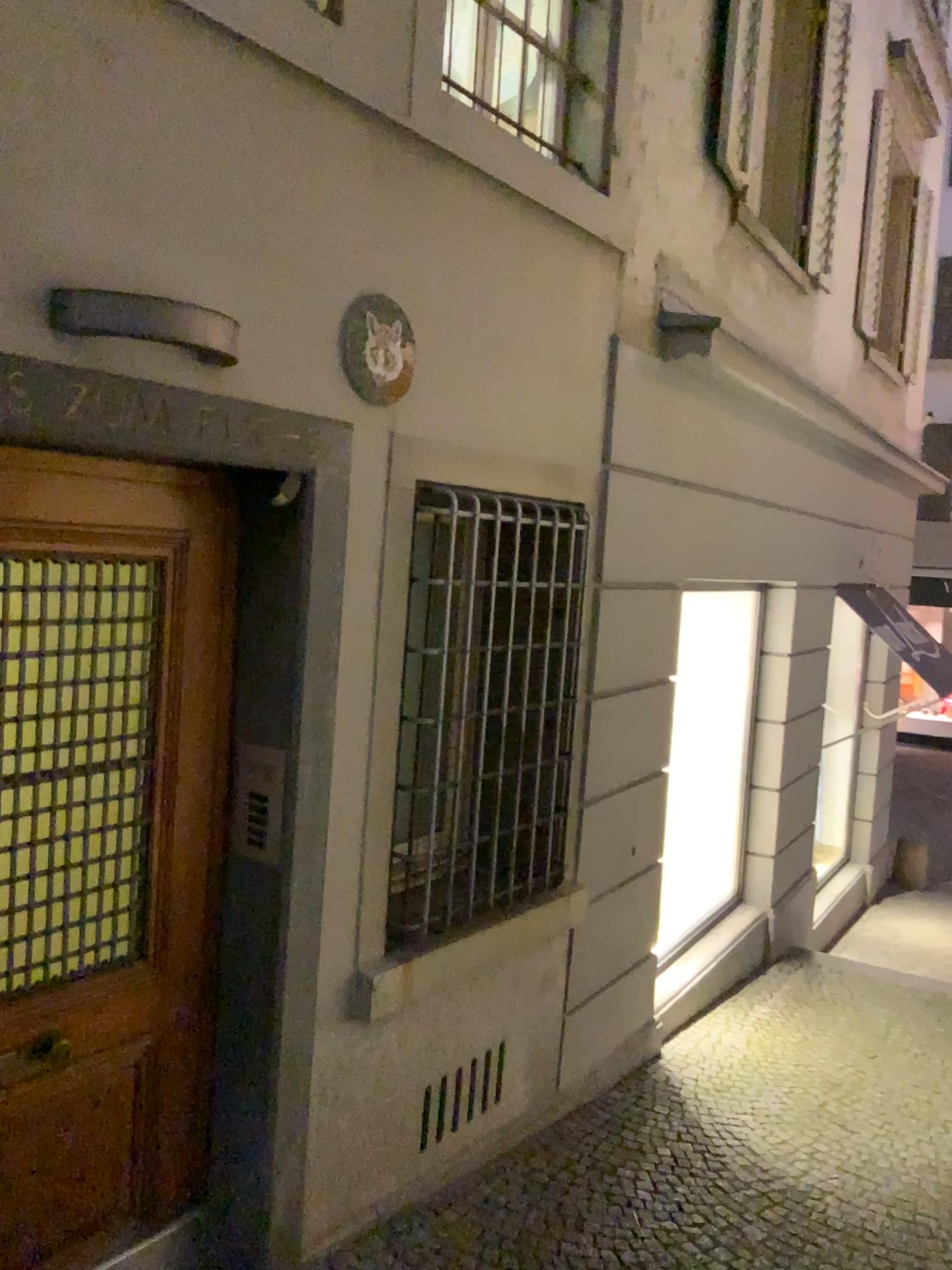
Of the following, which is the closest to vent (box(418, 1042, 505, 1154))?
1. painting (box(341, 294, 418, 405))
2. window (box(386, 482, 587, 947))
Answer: window (box(386, 482, 587, 947))

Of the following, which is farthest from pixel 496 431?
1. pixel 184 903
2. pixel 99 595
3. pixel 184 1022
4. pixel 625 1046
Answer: pixel 625 1046

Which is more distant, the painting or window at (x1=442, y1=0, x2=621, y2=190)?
window at (x1=442, y1=0, x2=621, y2=190)

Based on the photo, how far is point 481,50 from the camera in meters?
3.5 m

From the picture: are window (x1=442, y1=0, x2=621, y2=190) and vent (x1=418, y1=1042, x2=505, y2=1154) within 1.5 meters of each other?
no

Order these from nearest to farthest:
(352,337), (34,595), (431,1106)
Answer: (34,595), (352,337), (431,1106)

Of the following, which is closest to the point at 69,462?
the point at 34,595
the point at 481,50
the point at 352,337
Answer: the point at 34,595

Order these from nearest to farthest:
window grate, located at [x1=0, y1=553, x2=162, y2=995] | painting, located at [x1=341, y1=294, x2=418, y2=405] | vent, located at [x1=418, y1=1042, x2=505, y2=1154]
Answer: window grate, located at [x1=0, y1=553, x2=162, y2=995] < painting, located at [x1=341, y1=294, x2=418, y2=405] < vent, located at [x1=418, y1=1042, x2=505, y2=1154]

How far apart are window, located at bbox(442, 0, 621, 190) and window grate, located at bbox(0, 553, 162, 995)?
1.95m

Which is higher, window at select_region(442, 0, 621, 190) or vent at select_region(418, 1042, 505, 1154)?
window at select_region(442, 0, 621, 190)
